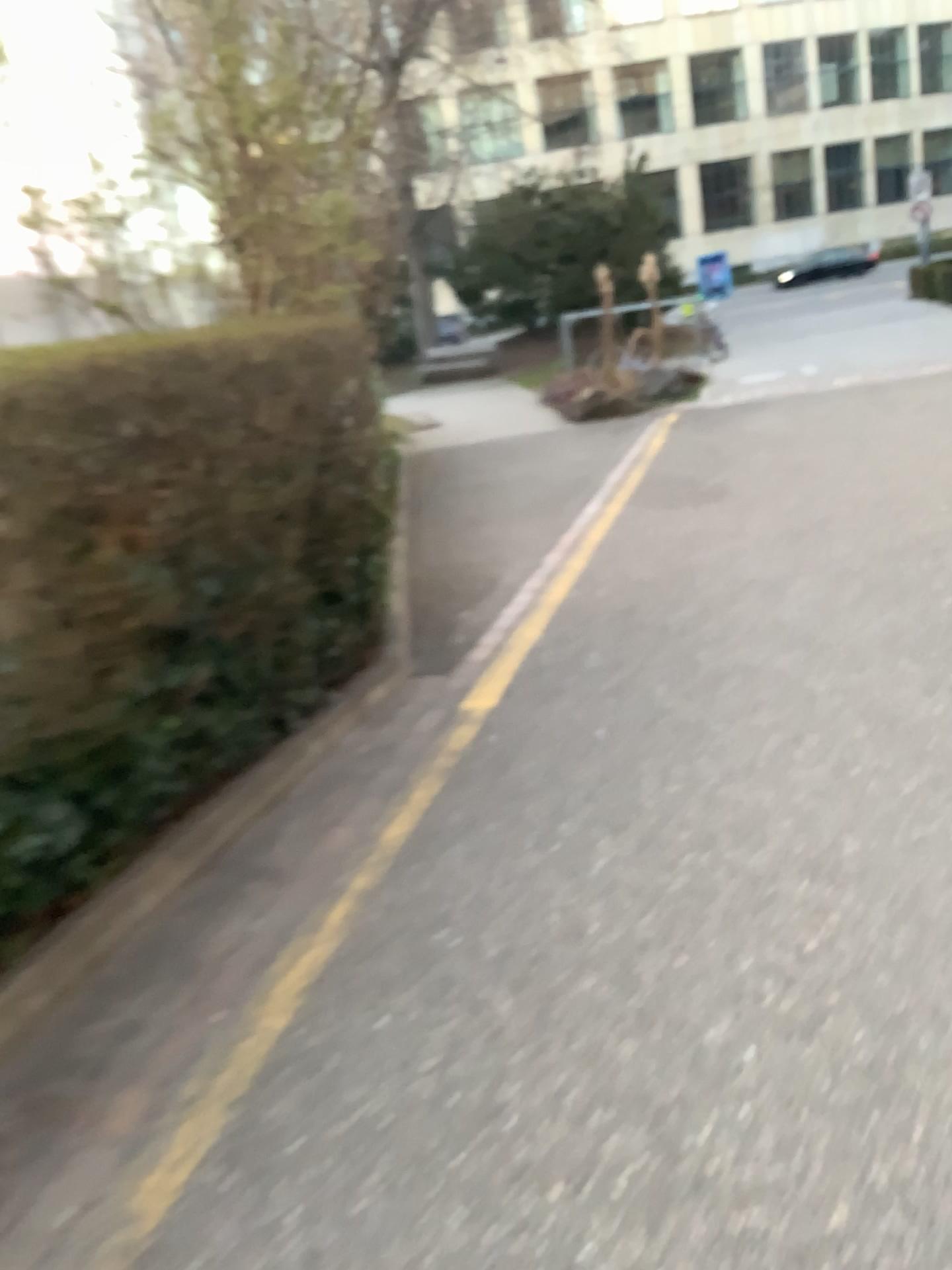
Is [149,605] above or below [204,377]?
below
